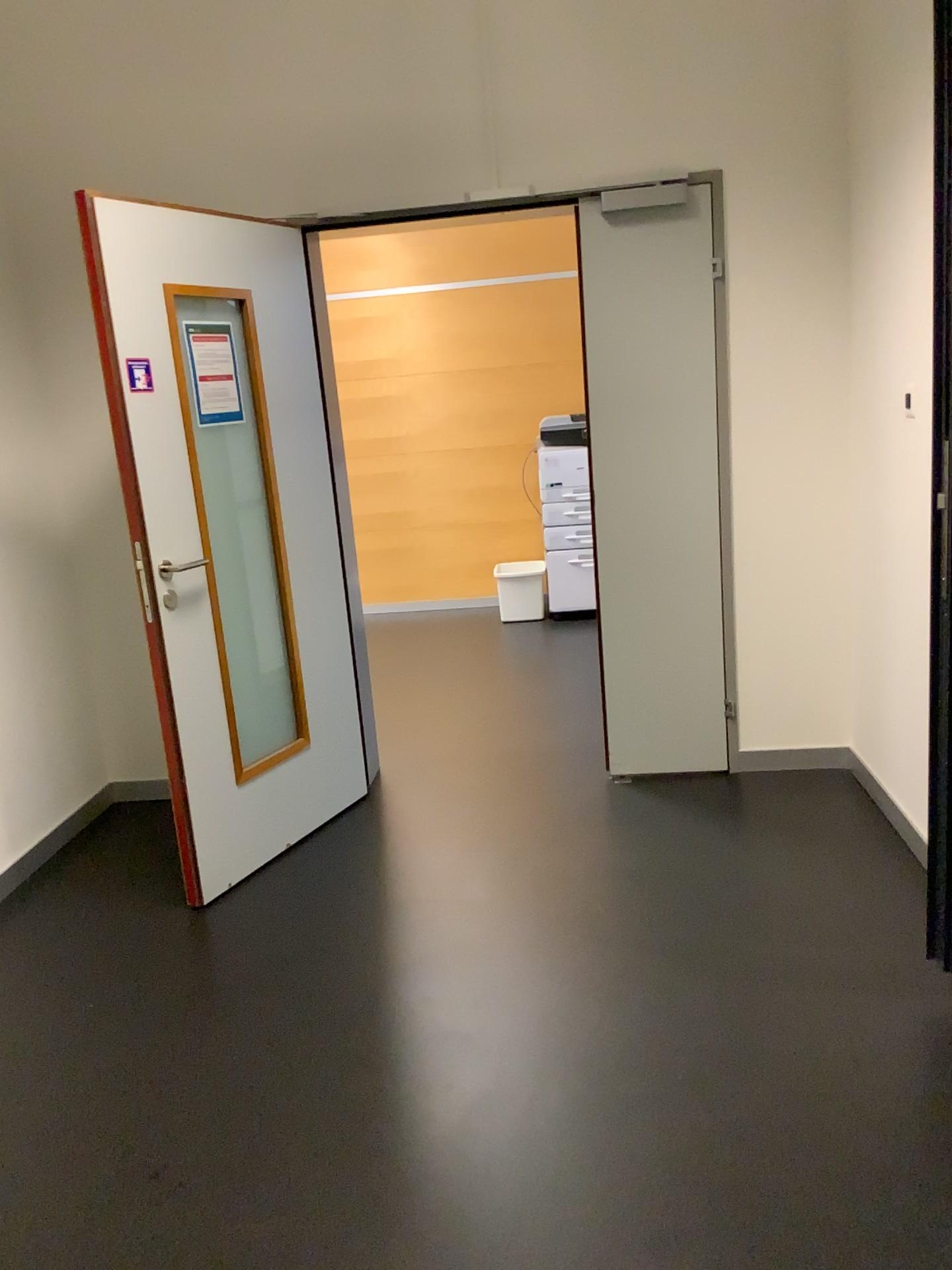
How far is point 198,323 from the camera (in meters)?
3.06

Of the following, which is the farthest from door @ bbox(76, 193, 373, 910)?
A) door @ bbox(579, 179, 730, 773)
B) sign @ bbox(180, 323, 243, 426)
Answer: door @ bbox(579, 179, 730, 773)

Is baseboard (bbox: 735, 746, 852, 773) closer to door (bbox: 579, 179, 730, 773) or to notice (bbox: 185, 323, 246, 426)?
door (bbox: 579, 179, 730, 773)

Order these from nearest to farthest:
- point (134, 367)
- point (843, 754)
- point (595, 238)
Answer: point (134, 367)
point (595, 238)
point (843, 754)

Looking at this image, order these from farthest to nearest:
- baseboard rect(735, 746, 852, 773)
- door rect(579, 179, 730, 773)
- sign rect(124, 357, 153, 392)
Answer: baseboard rect(735, 746, 852, 773) → door rect(579, 179, 730, 773) → sign rect(124, 357, 153, 392)

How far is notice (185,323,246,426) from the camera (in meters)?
3.06

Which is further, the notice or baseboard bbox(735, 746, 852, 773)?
baseboard bbox(735, 746, 852, 773)

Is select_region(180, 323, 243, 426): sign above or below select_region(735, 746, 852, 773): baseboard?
above

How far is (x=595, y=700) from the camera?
4.68m

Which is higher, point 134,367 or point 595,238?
→ point 595,238
